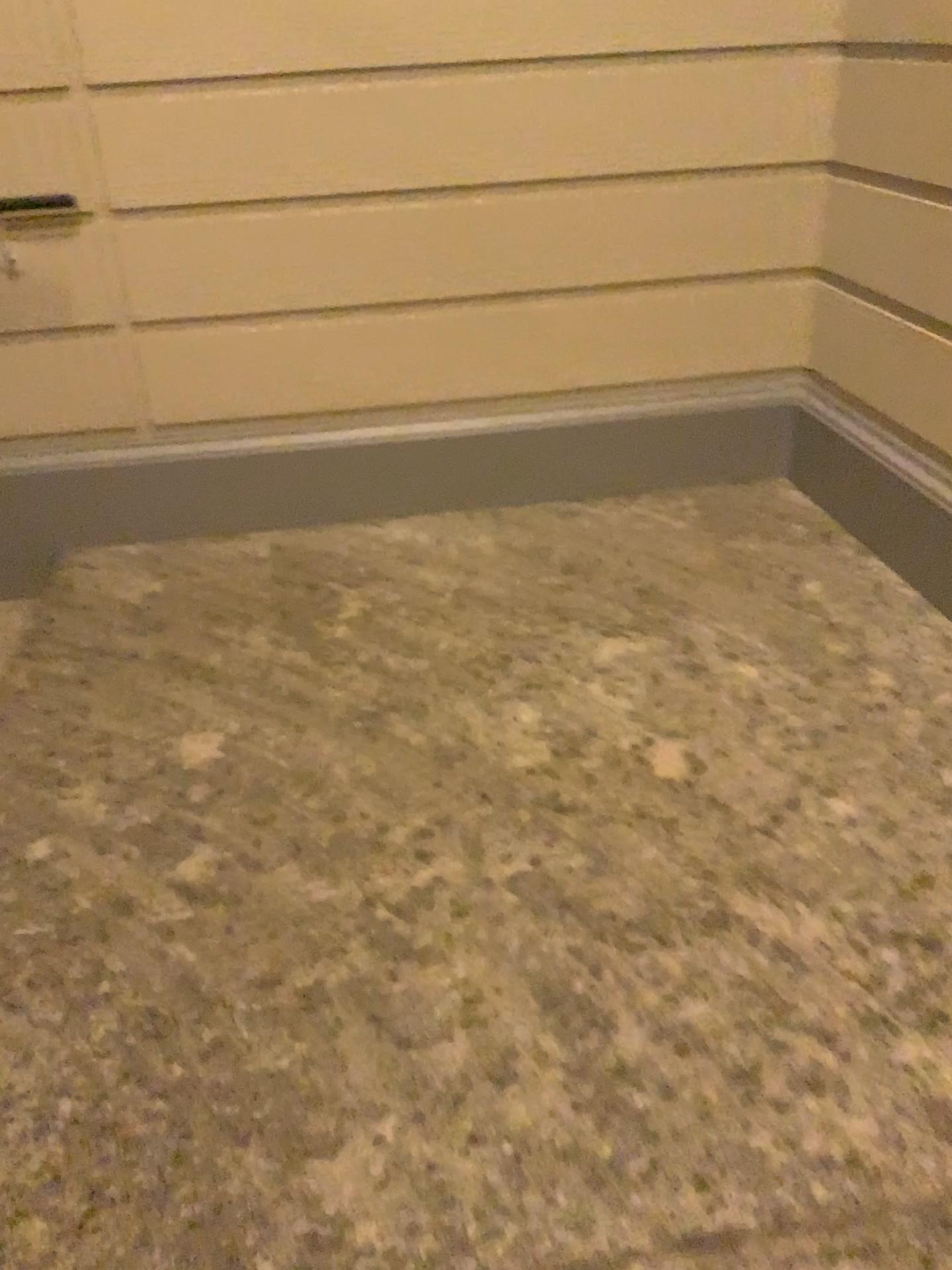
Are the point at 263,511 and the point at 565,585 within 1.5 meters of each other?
yes

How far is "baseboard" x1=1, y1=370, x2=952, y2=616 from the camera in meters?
3.2 m

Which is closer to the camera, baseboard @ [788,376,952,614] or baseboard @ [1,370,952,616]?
baseboard @ [788,376,952,614]

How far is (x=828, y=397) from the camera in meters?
3.2

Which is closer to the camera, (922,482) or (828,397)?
(922,482)
